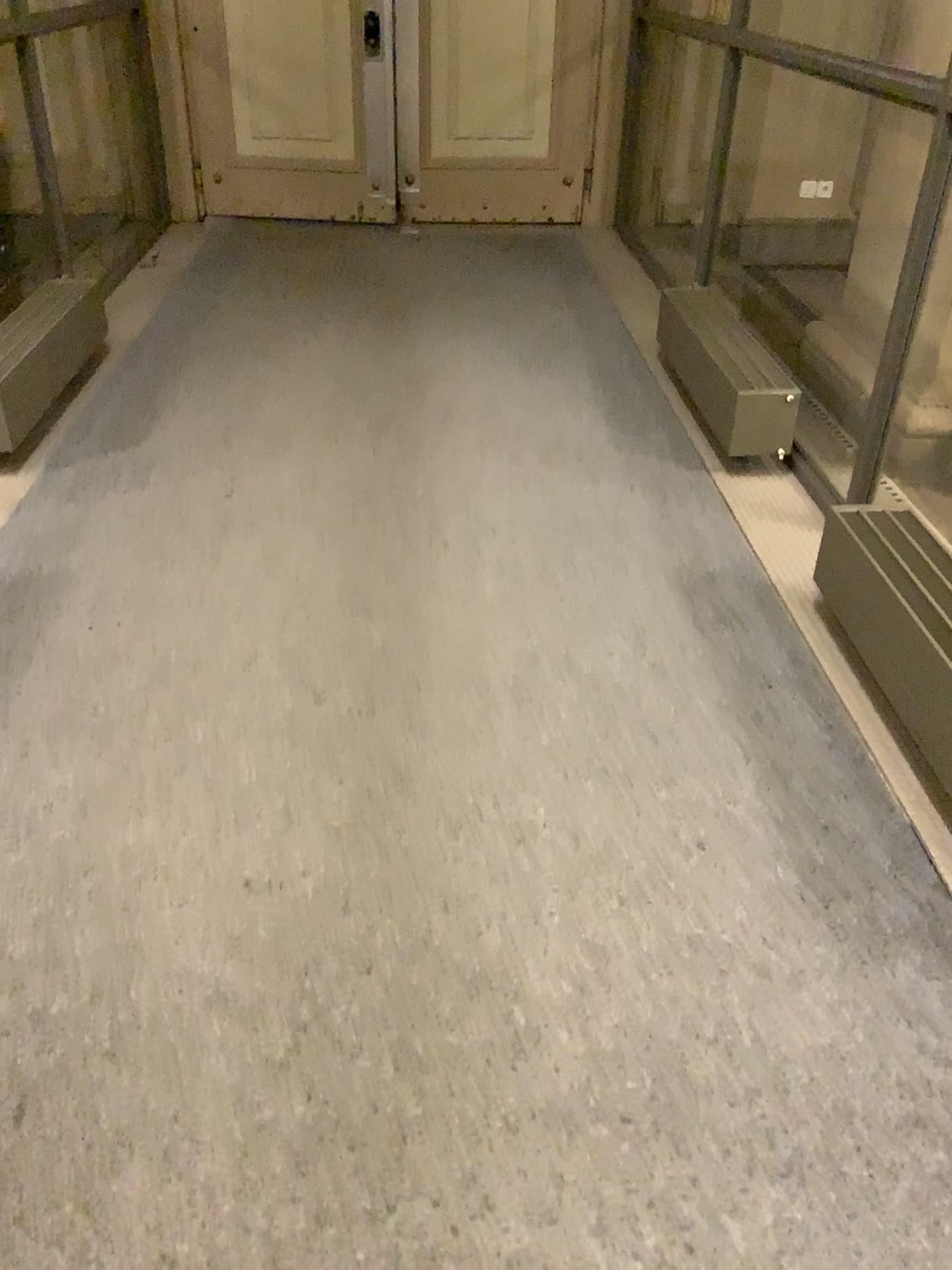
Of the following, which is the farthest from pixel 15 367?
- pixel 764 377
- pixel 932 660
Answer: pixel 932 660

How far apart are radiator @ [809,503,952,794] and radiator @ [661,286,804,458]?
0.9 meters

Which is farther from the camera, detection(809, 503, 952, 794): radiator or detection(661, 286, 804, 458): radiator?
detection(661, 286, 804, 458): radiator

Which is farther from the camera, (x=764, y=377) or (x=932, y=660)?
(x=764, y=377)

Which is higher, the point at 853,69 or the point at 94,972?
the point at 853,69

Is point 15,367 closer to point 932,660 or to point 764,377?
point 764,377

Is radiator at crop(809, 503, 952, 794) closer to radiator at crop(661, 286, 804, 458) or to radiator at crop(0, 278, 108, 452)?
radiator at crop(661, 286, 804, 458)

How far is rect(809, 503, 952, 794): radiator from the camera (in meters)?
2.11

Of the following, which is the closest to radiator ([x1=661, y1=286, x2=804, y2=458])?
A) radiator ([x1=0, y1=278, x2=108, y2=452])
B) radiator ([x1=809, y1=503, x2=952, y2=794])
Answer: radiator ([x1=809, y1=503, x2=952, y2=794])
